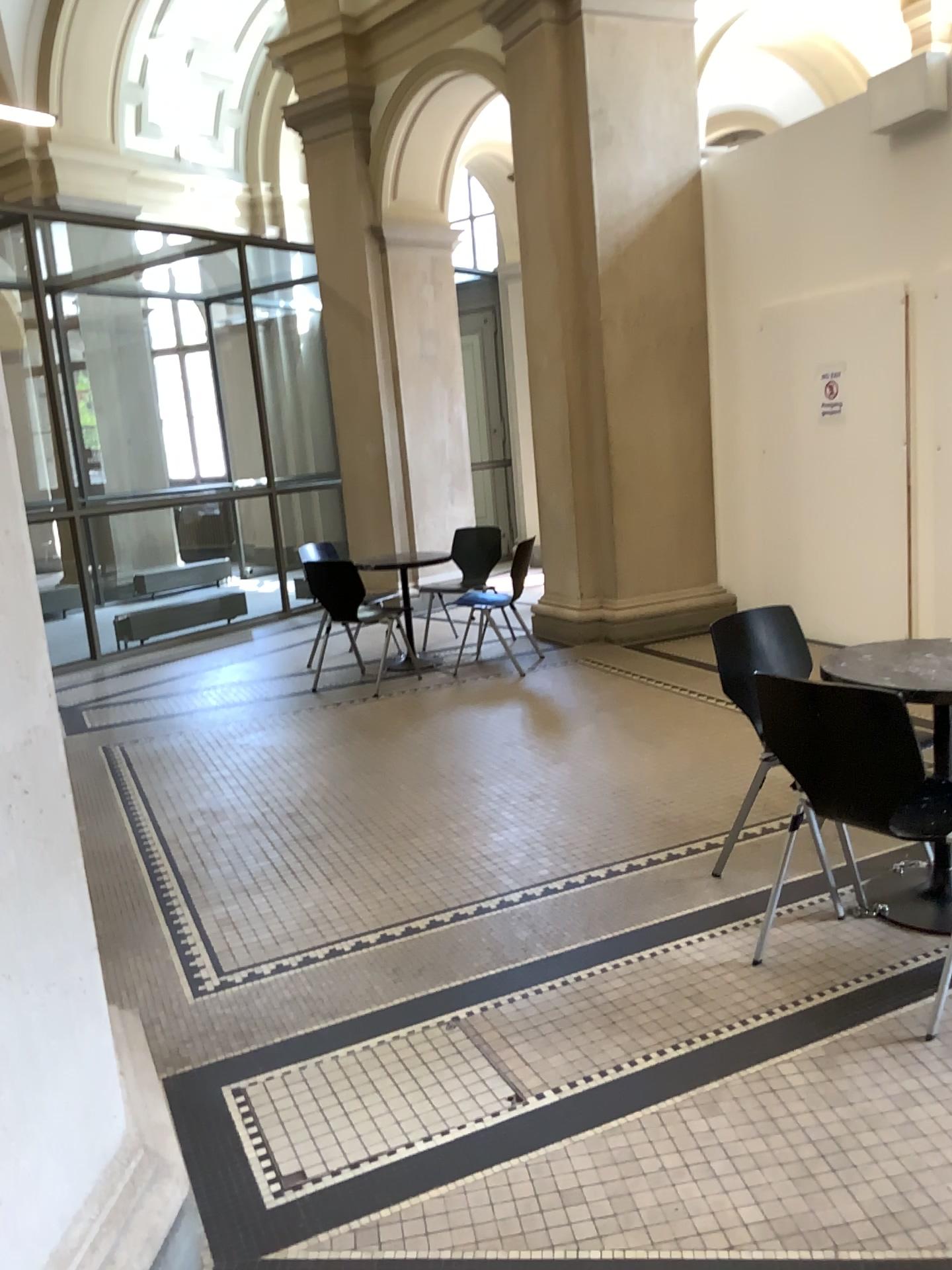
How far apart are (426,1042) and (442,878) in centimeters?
99cm

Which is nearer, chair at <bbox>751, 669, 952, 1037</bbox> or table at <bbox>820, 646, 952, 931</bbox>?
chair at <bbox>751, 669, 952, 1037</bbox>

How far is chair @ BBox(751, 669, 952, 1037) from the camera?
2.4 meters

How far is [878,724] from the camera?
2.44m

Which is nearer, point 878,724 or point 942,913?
point 878,724

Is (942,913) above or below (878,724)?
below
